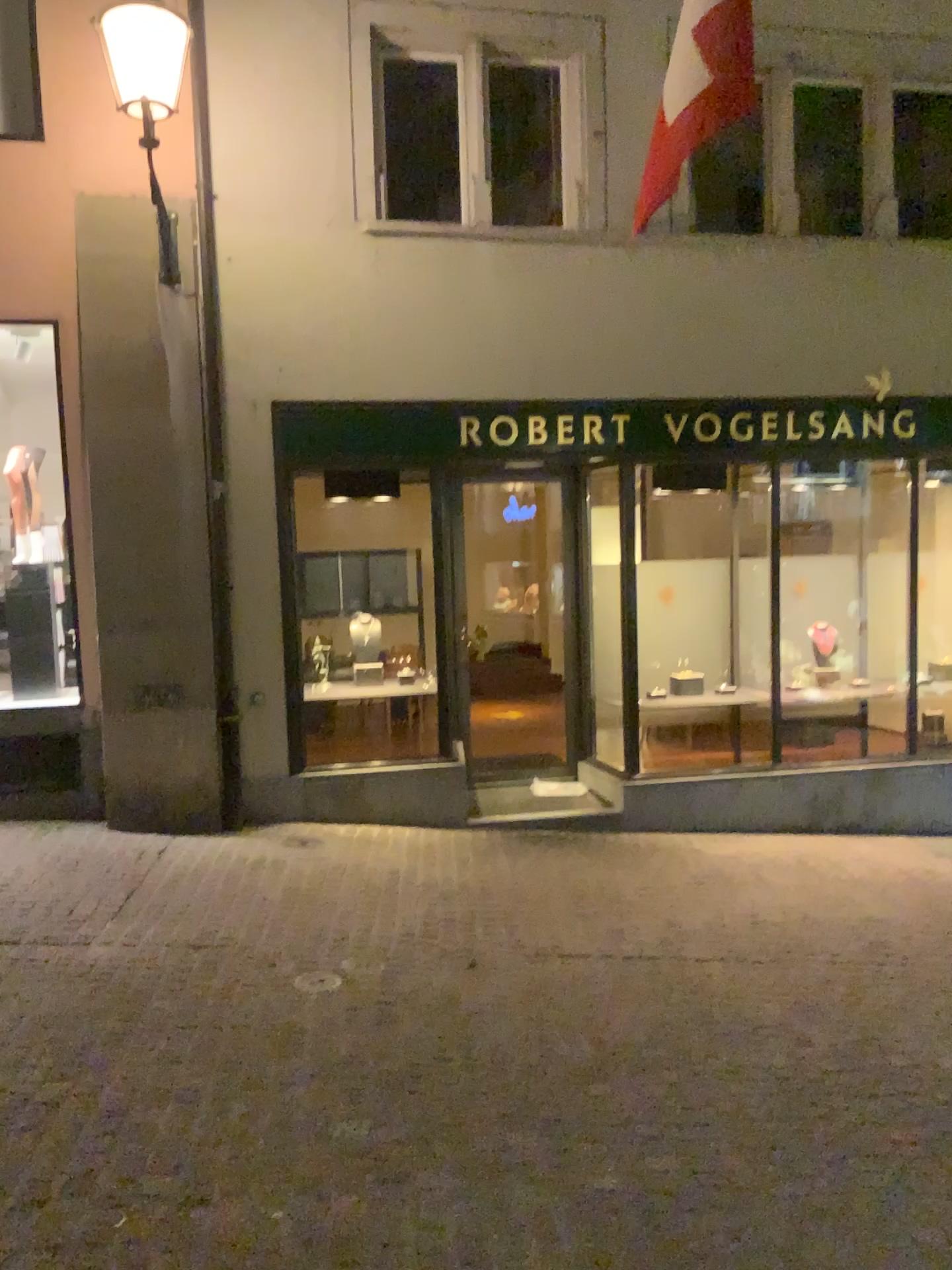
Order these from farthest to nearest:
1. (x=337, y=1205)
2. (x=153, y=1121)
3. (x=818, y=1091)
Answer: (x=818, y=1091)
(x=153, y=1121)
(x=337, y=1205)
